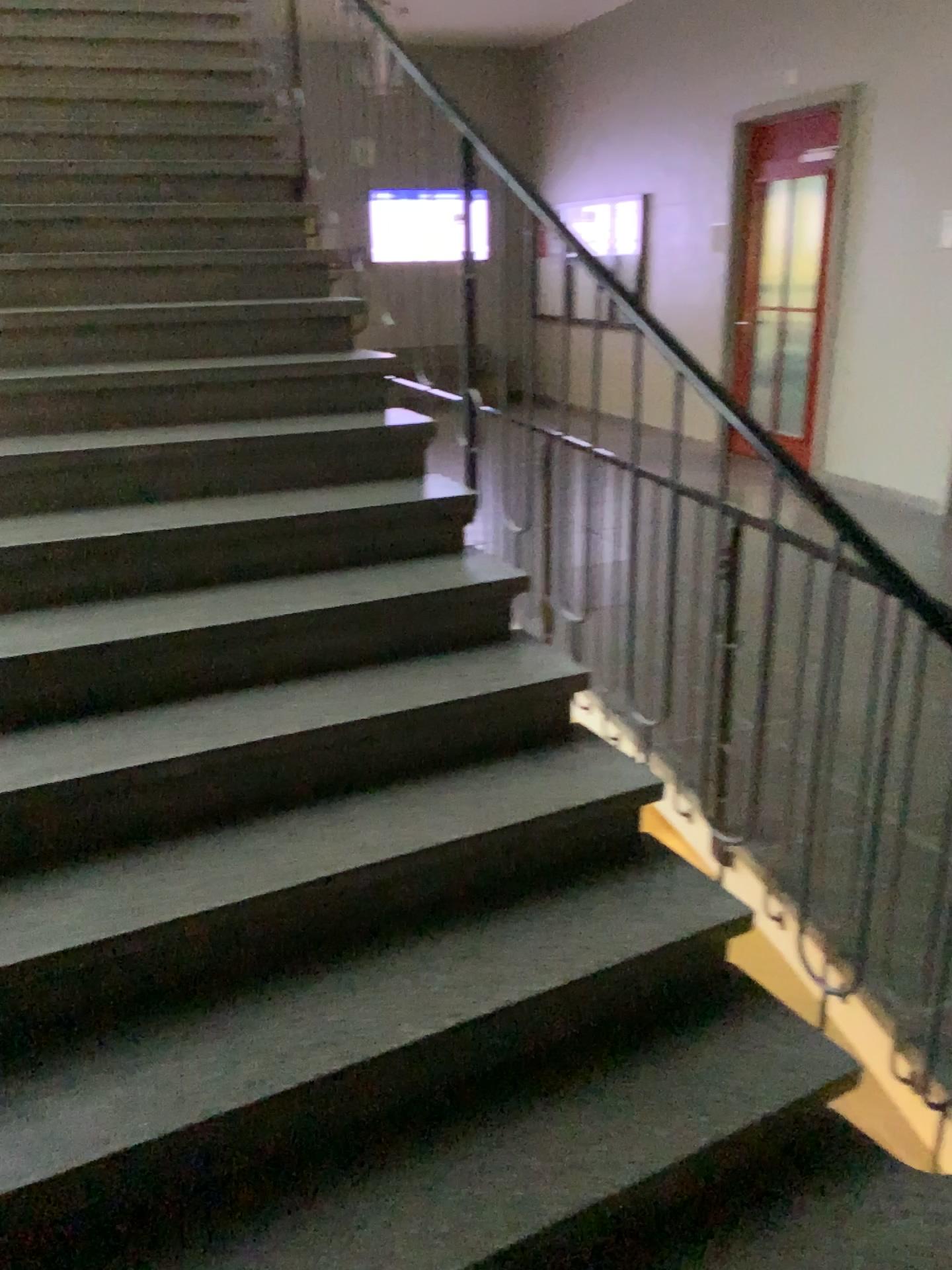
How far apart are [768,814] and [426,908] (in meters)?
1.06
